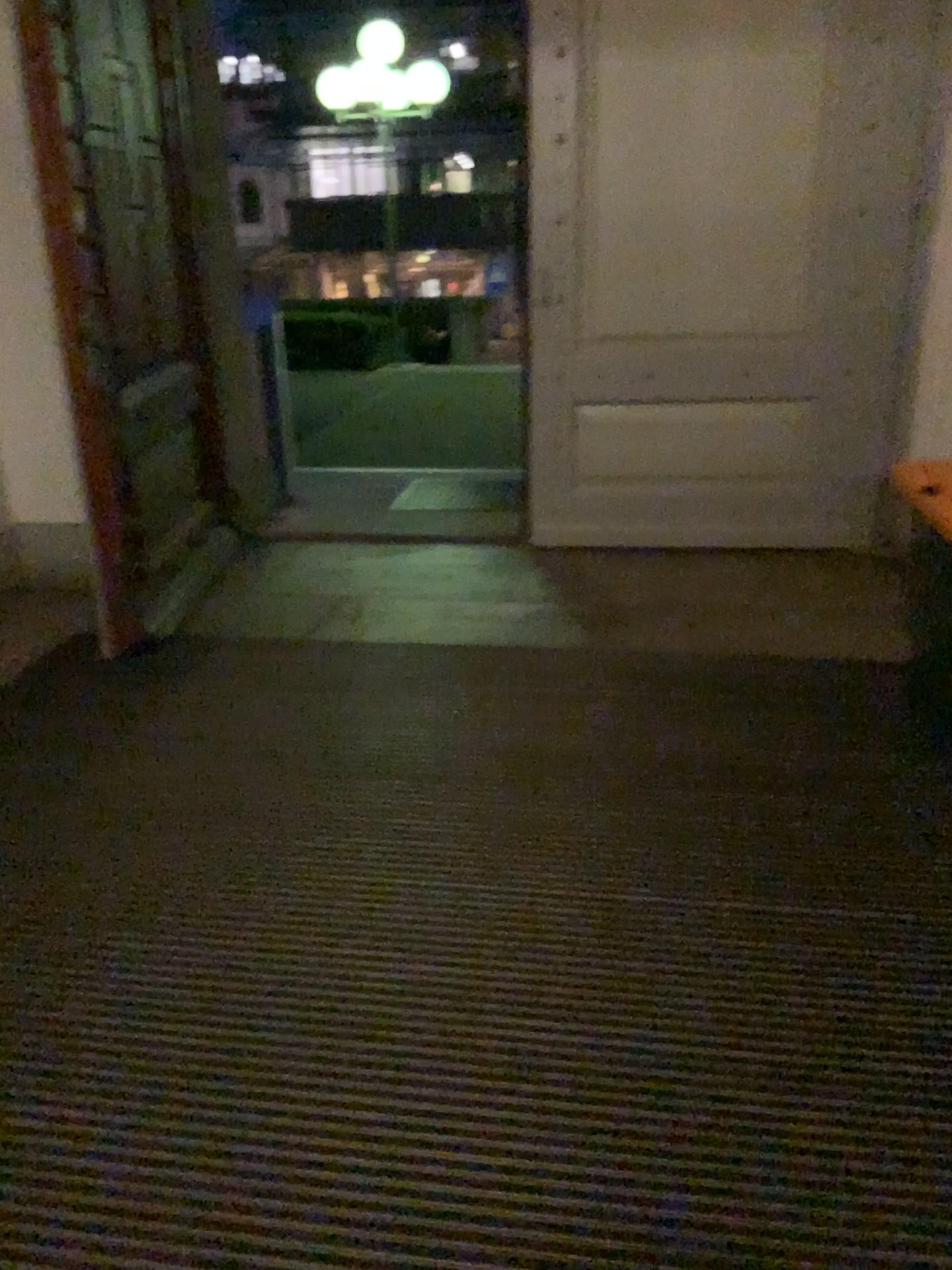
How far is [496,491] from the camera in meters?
4.8

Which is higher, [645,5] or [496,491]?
[645,5]

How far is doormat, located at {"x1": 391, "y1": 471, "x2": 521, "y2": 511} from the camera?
4.83m

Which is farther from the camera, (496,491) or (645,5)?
(496,491)

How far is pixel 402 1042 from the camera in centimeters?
194cm

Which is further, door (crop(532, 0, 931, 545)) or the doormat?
the doormat
